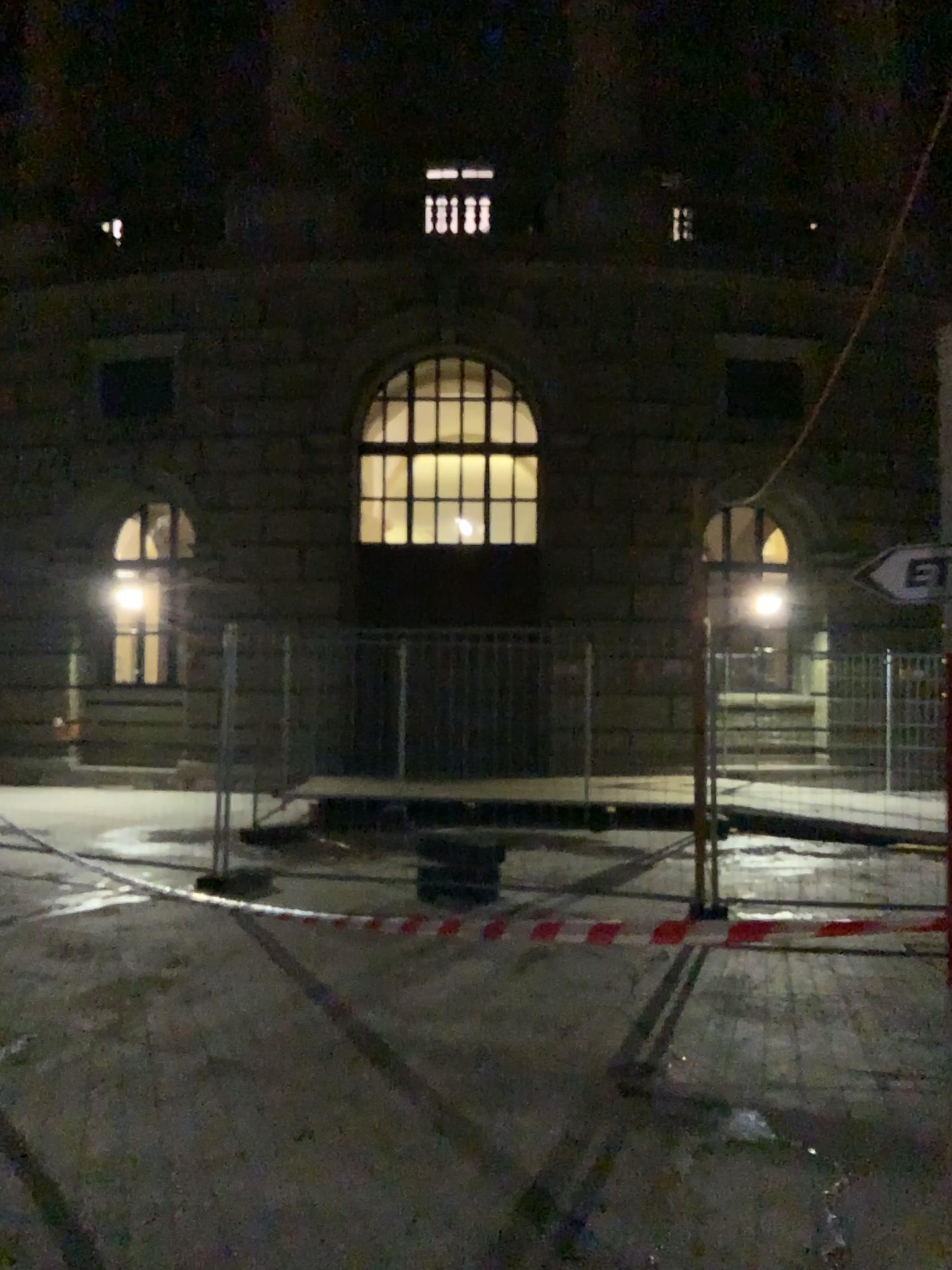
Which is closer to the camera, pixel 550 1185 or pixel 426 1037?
pixel 550 1185
